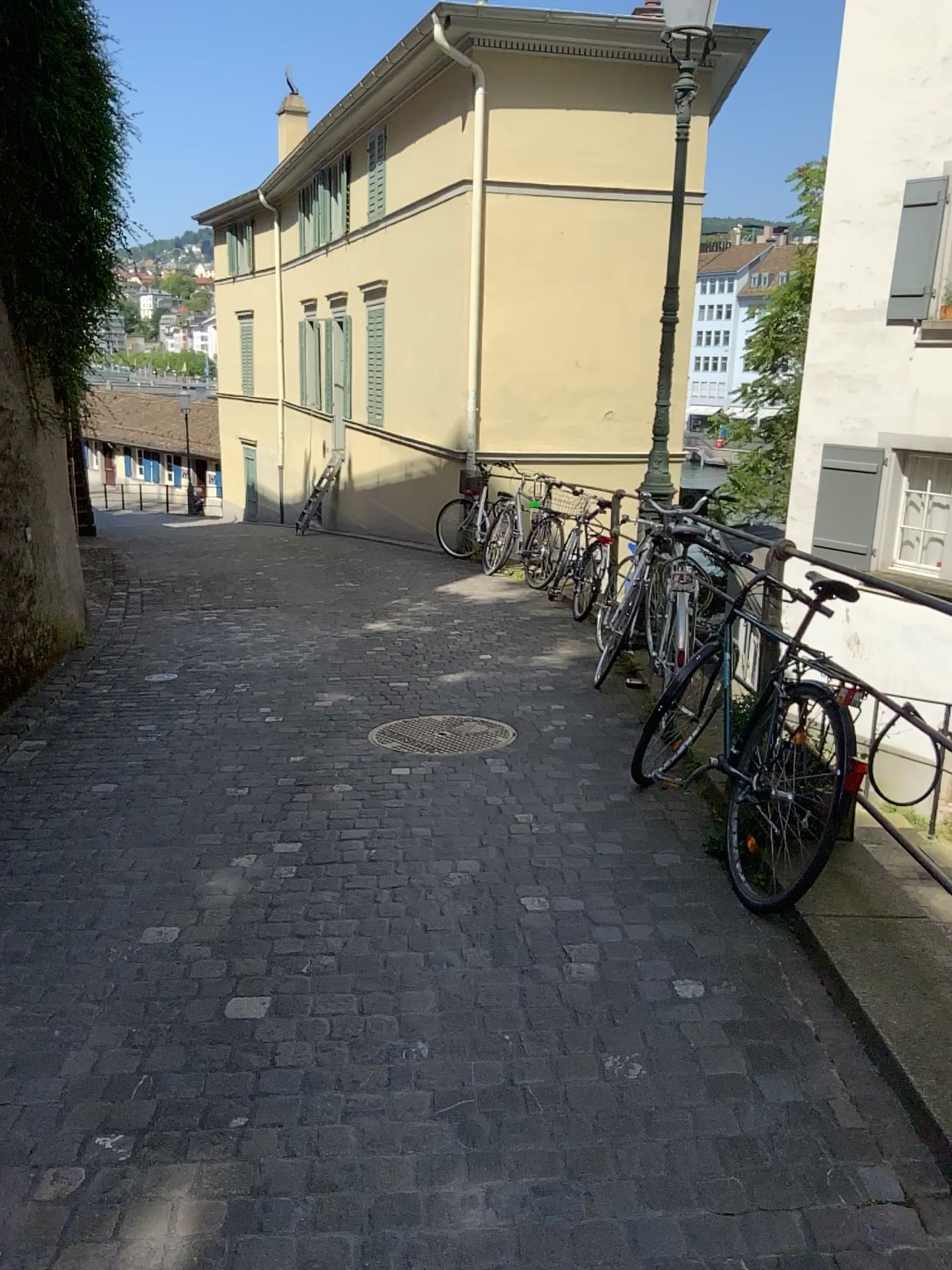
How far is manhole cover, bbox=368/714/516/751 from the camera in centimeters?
486cm

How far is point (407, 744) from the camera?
4.9 meters

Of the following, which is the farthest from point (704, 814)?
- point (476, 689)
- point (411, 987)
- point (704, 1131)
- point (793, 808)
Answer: point (476, 689)
